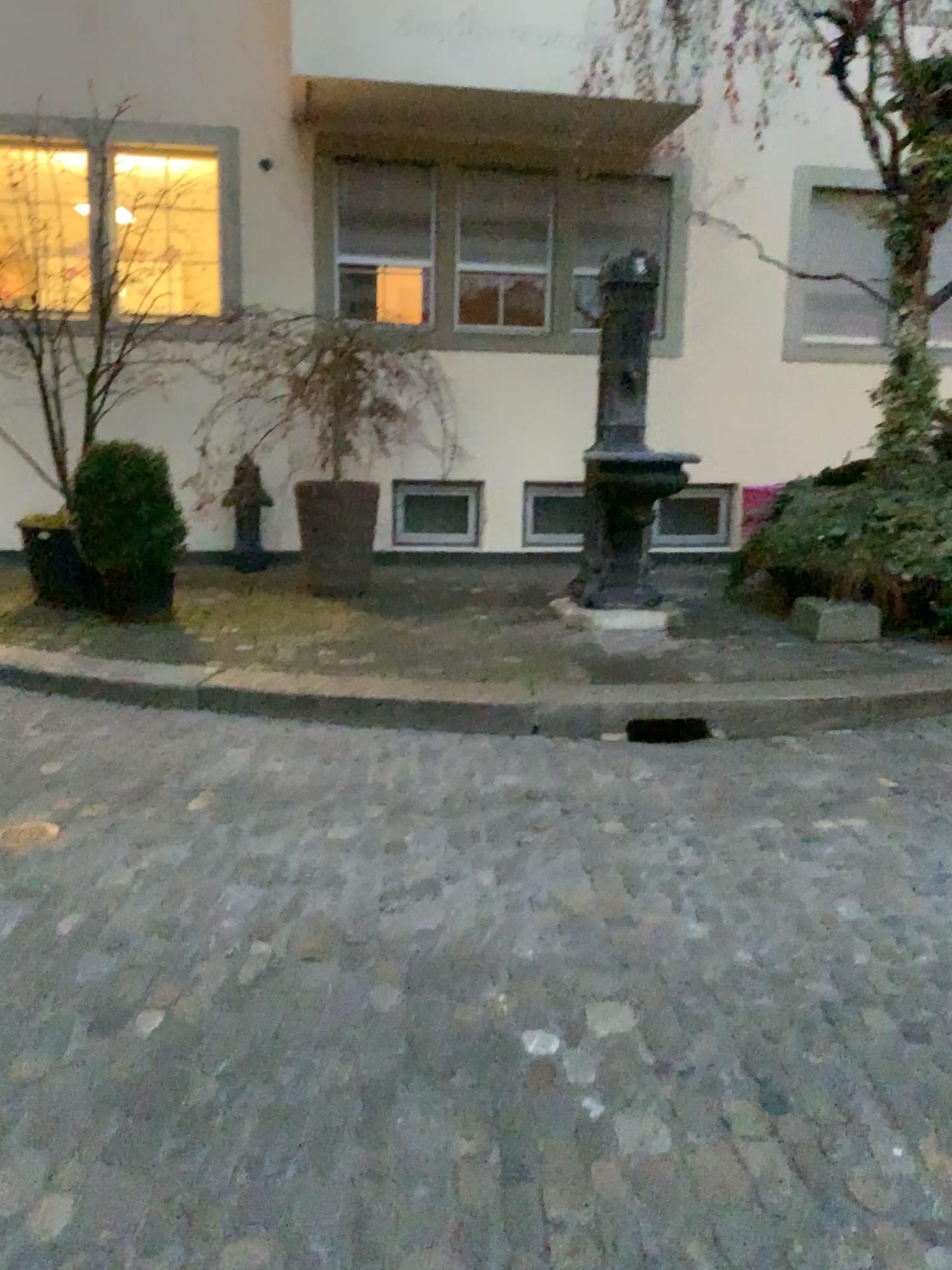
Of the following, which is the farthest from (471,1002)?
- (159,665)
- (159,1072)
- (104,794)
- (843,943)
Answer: (159,665)
